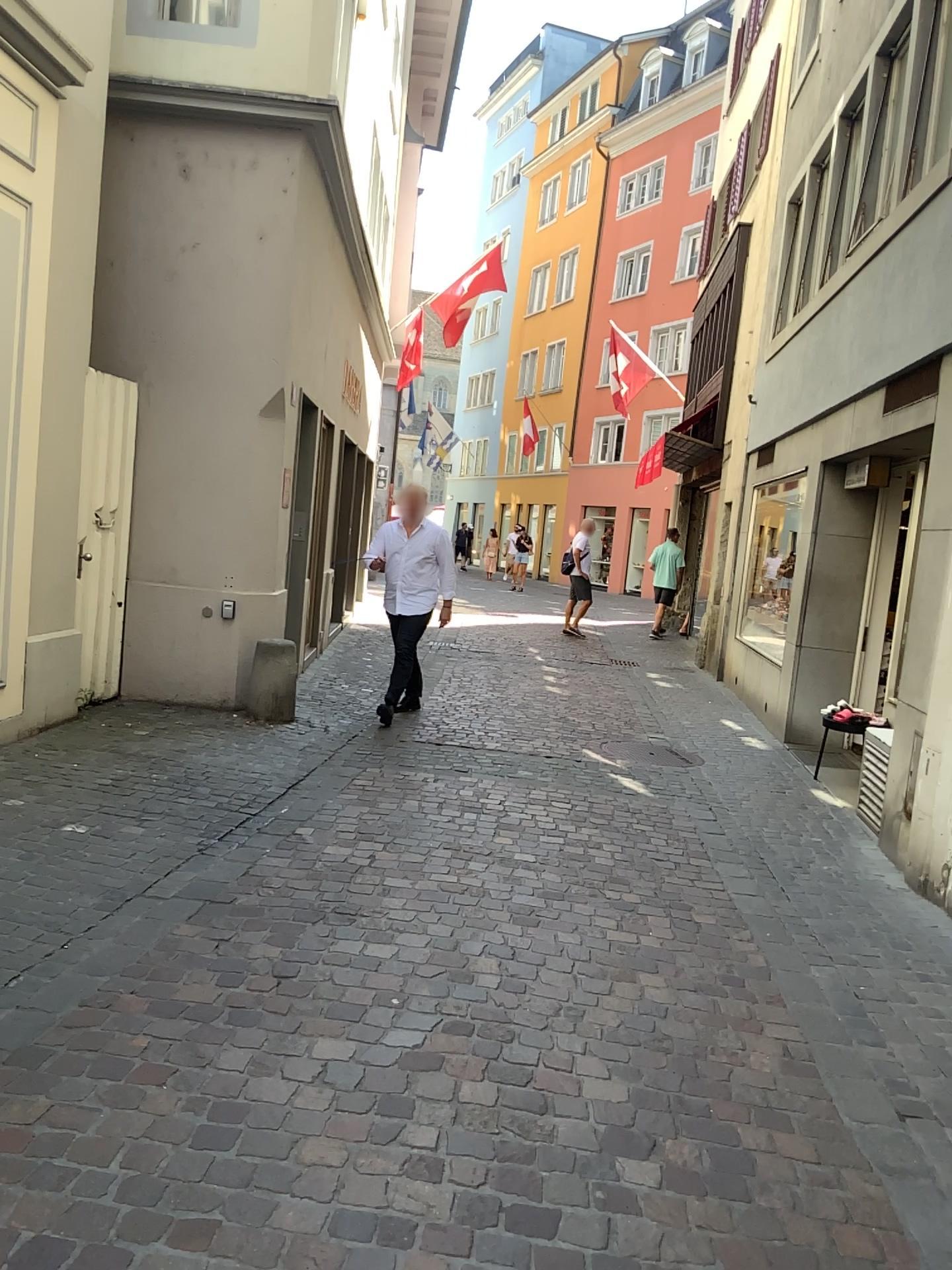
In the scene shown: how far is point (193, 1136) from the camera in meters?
2.4
